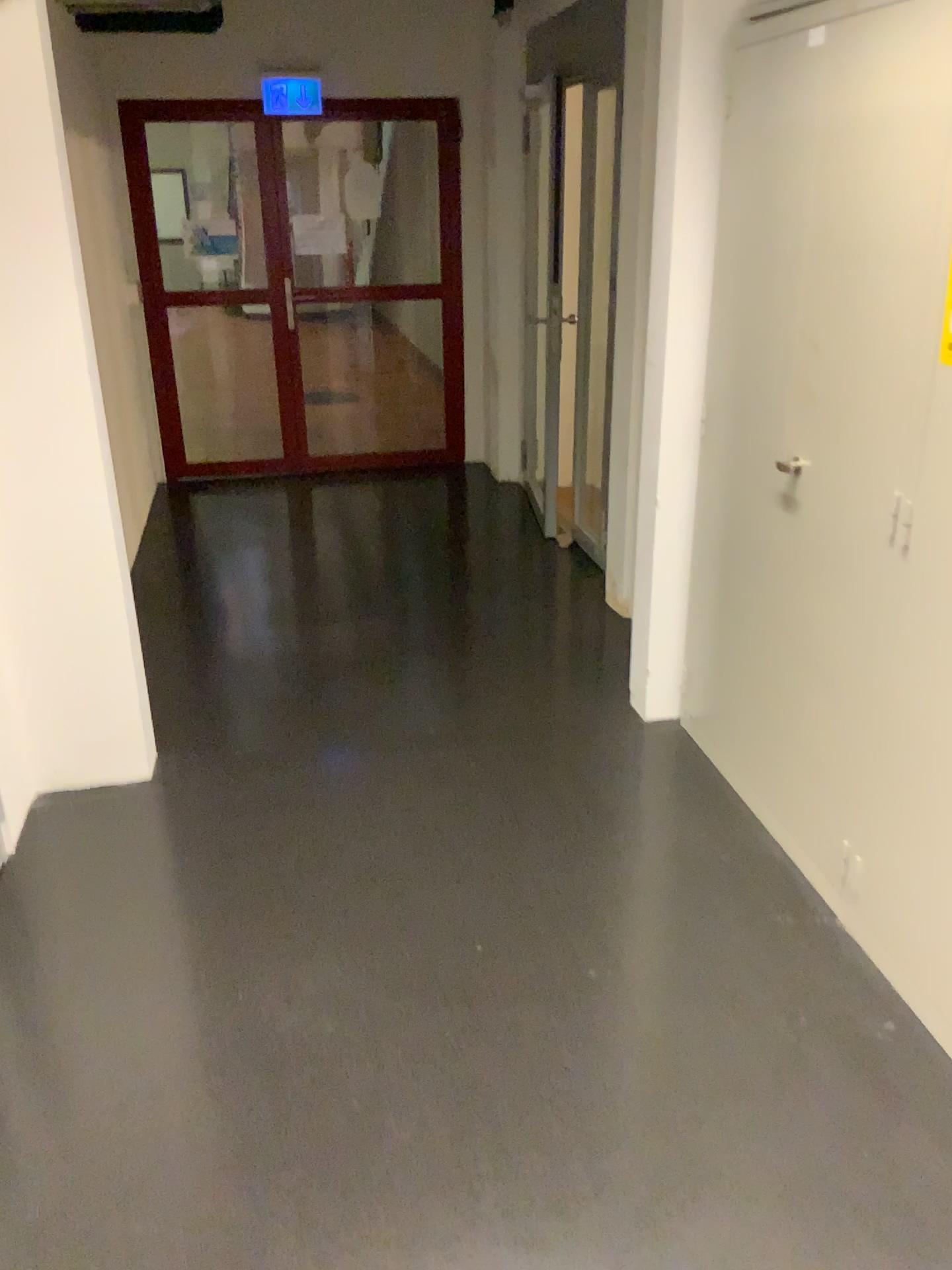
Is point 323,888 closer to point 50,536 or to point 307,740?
point 307,740
